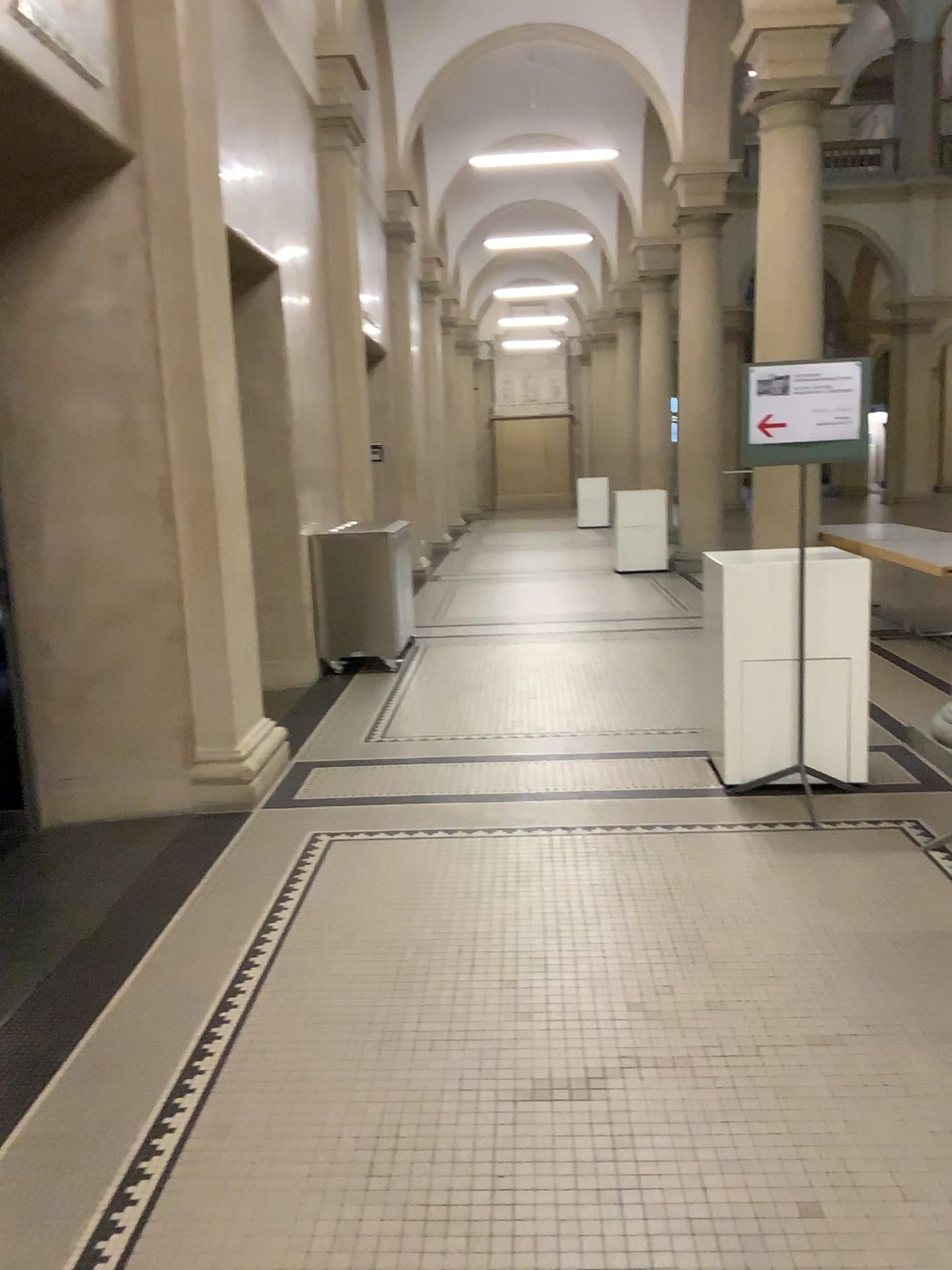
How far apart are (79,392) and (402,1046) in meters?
3.0

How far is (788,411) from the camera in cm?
417

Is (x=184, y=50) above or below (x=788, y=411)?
above

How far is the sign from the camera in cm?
417
